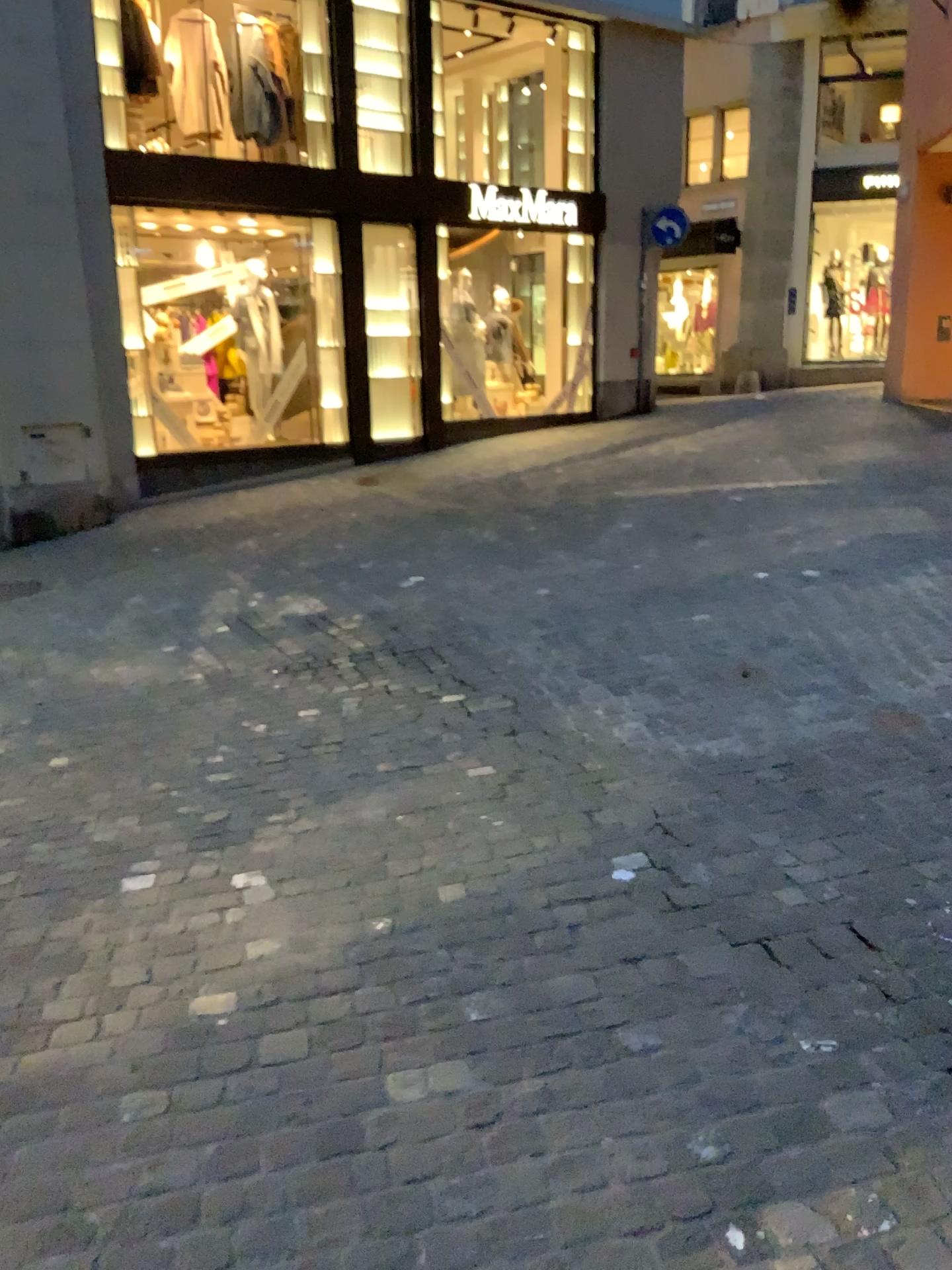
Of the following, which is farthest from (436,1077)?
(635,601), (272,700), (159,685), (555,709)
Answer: (635,601)
